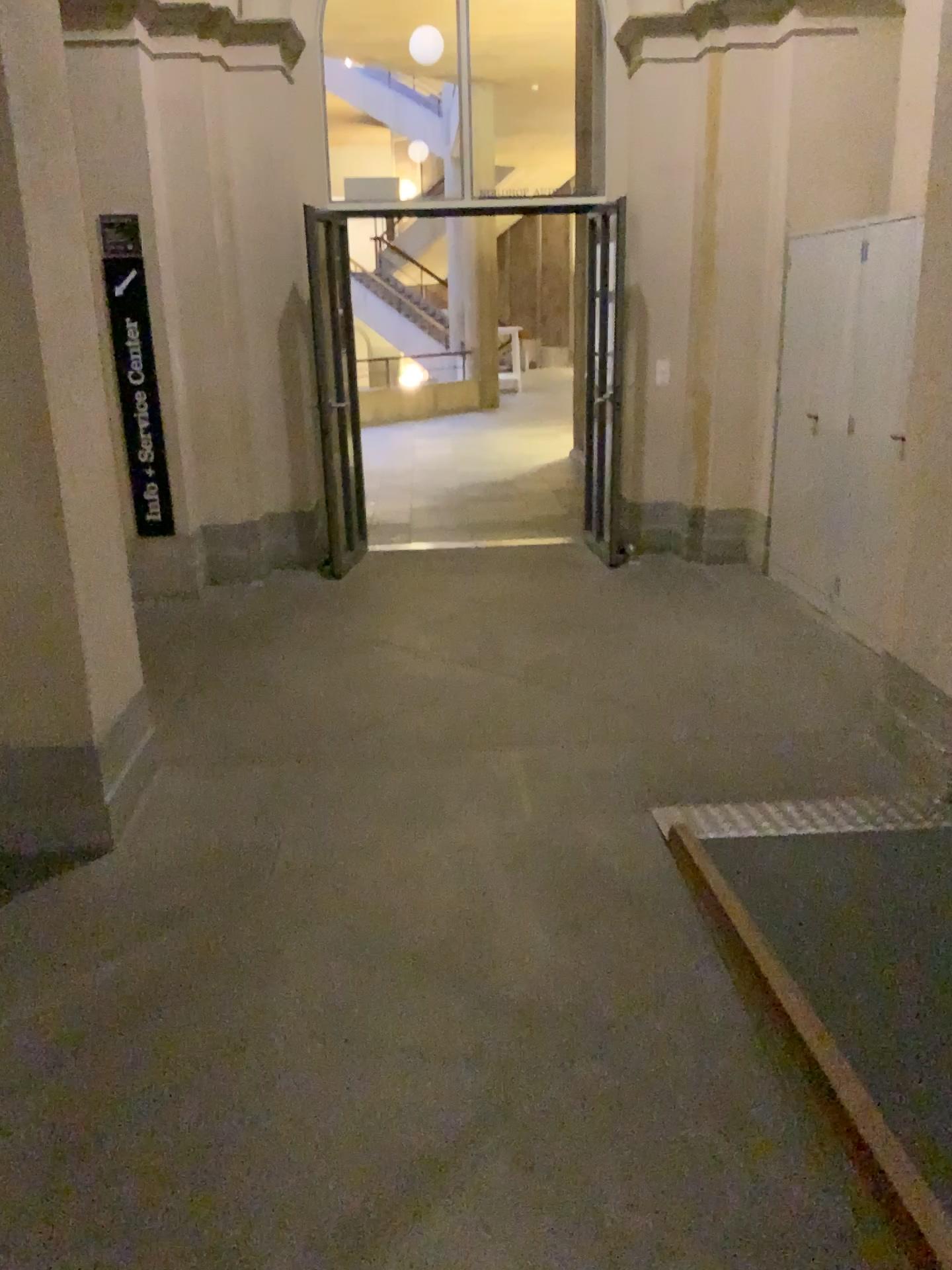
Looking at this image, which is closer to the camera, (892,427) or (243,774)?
(243,774)

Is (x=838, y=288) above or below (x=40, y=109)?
below

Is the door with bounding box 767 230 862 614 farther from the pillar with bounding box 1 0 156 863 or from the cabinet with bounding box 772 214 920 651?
the pillar with bounding box 1 0 156 863

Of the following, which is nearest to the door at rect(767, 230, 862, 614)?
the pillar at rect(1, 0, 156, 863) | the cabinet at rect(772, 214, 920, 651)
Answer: the cabinet at rect(772, 214, 920, 651)

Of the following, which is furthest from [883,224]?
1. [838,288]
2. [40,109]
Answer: [40,109]

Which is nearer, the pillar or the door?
the pillar

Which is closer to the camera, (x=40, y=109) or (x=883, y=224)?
(x=40, y=109)

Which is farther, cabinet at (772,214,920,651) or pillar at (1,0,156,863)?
cabinet at (772,214,920,651)
